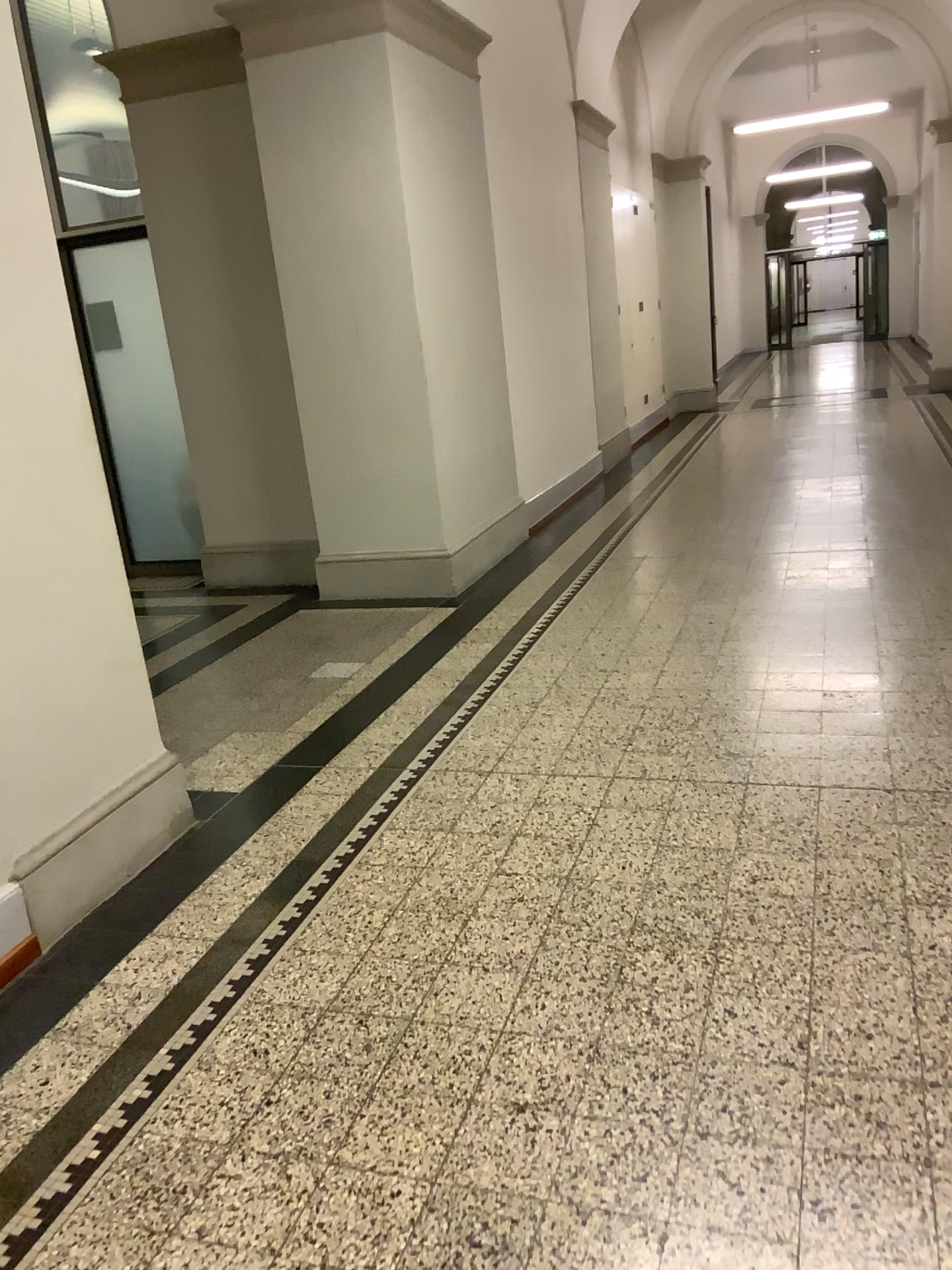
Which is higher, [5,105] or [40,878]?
[5,105]

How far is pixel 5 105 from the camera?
2.64m

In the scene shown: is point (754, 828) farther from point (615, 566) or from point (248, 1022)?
point (615, 566)

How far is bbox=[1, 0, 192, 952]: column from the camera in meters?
2.6
